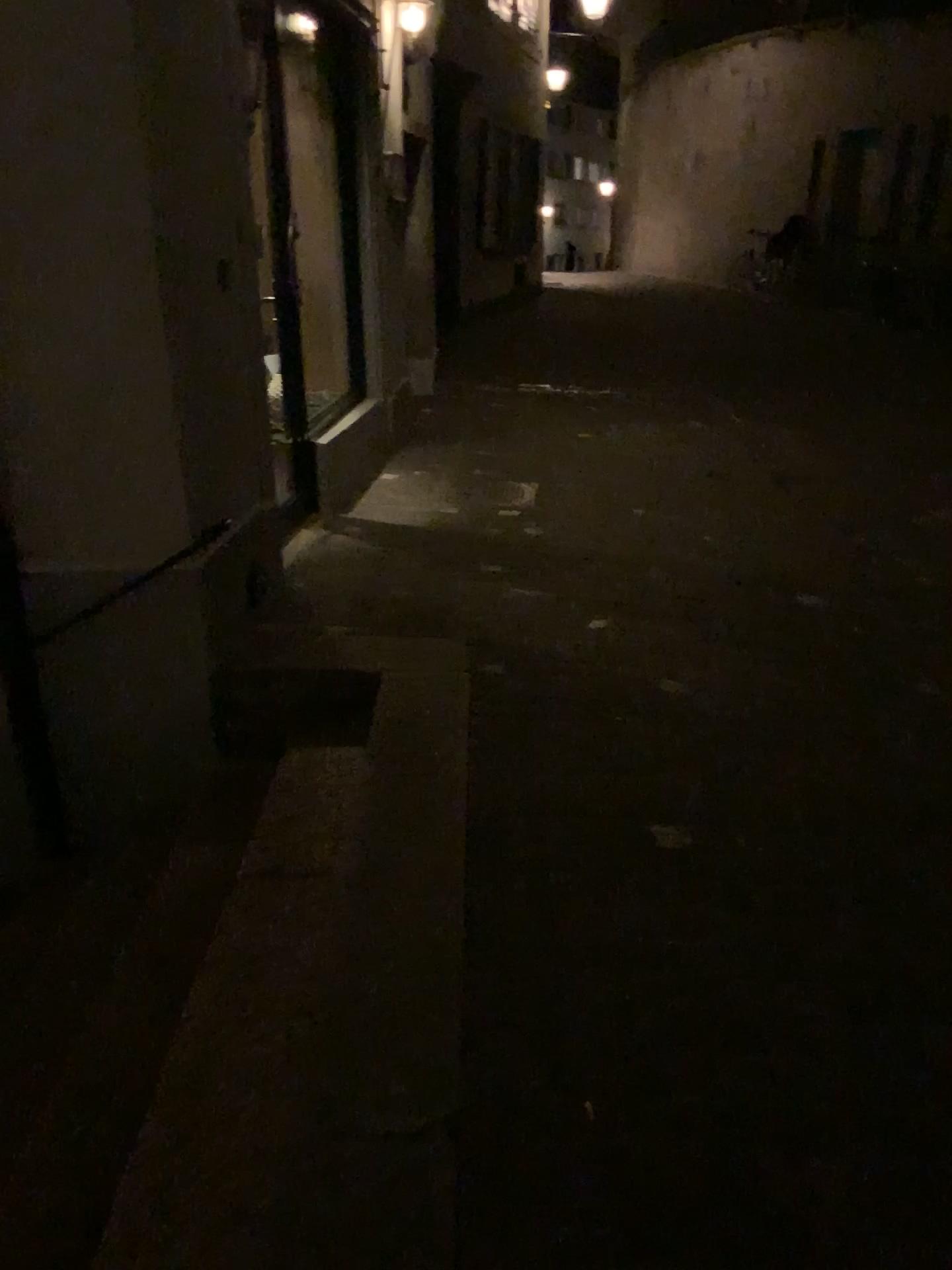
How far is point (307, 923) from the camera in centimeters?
243cm
